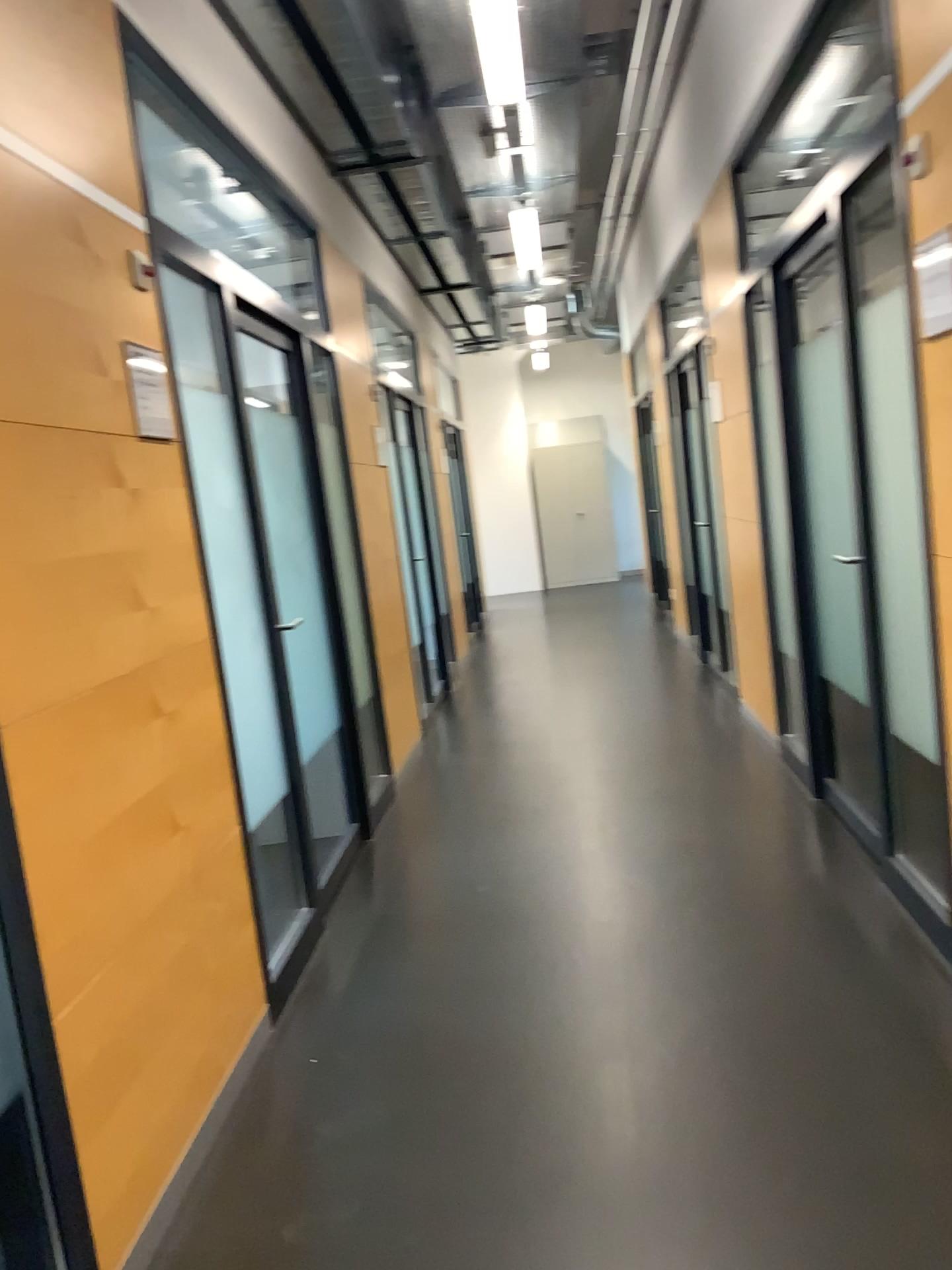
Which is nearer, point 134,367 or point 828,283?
point 134,367

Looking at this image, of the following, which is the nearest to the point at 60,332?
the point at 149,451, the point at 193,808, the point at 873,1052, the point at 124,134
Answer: the point at 149,451

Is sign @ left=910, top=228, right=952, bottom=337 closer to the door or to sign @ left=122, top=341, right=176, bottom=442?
the door

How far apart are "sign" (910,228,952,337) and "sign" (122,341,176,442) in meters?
1.8 m

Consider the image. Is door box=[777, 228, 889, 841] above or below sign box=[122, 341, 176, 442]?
below

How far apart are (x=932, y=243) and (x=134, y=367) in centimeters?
178cm

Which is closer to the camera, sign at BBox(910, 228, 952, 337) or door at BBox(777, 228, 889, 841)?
sign at BBox(910, 228, 952, 337)

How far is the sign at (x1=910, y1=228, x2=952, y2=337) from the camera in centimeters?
229cm

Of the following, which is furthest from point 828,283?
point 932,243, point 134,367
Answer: point 134,367

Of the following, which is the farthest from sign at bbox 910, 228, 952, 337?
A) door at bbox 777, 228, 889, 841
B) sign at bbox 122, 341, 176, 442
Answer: sign at bbox 122, 341, 176, 442
